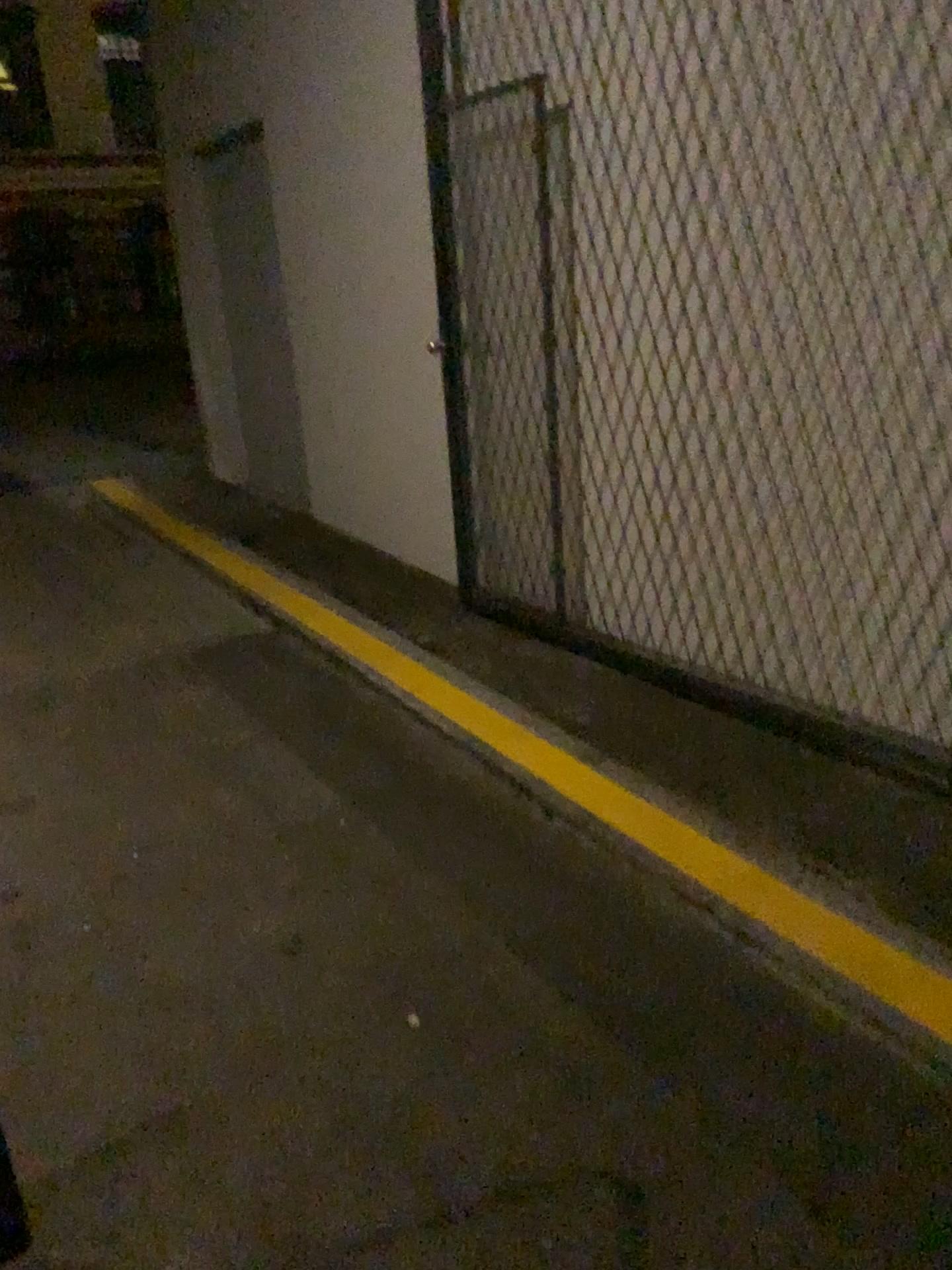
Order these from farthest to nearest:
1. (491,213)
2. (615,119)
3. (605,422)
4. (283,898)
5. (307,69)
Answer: (307,69) < (491,213) < (605,422) < (615,119) < (283,898)
